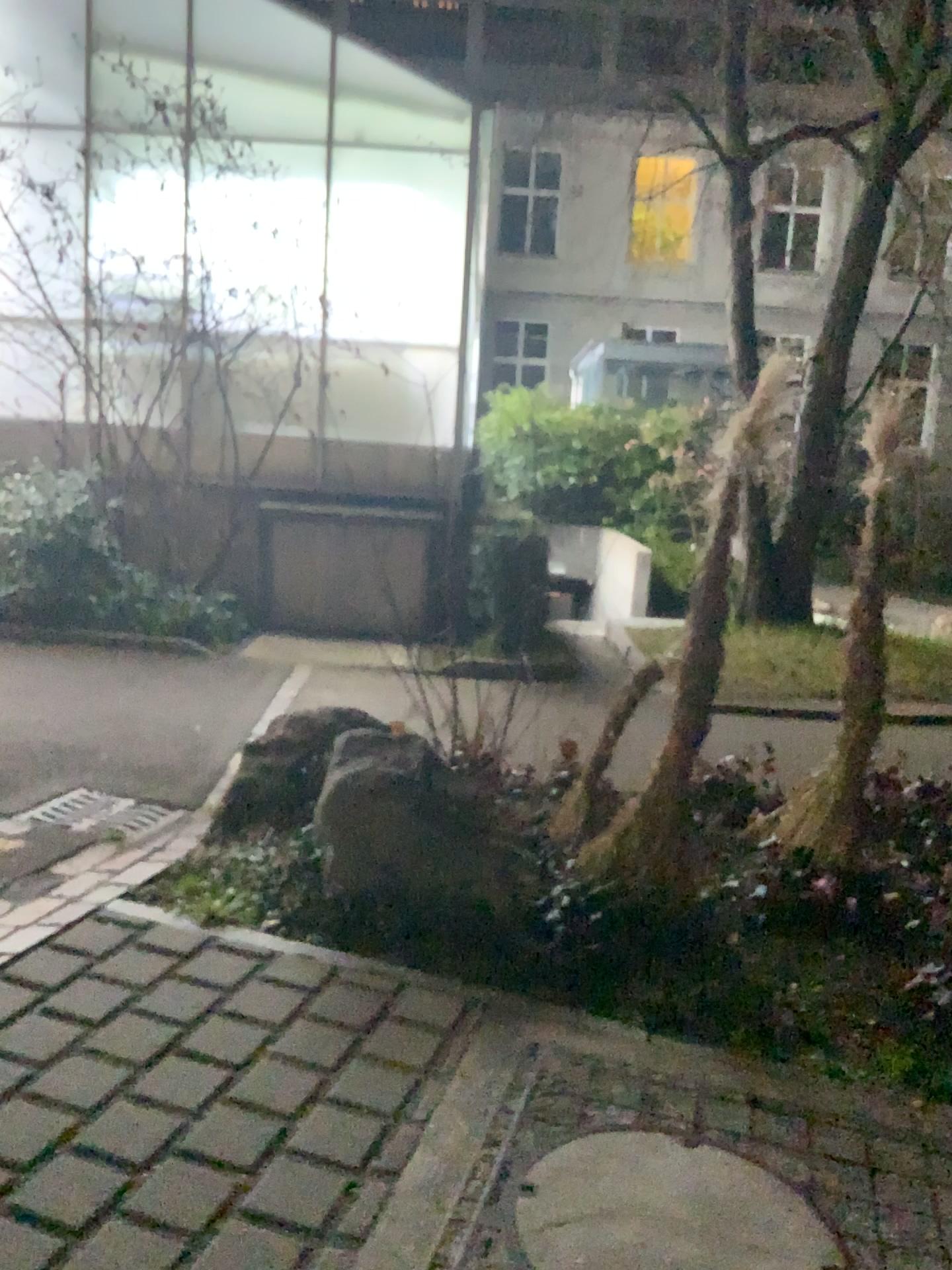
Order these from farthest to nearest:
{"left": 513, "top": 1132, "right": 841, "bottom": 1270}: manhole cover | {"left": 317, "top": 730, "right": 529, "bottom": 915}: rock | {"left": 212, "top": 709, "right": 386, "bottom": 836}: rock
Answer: {"left": 212, "top": 709, "right": 386, "bottom": 836}: rock → {"left": 317, "top": 730, "right": 529, "bottom": 915}: rock → {"left": 513, "top": 1132, "right": 841, "bottom": 1270}: manhole cover

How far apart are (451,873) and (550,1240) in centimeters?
135cm

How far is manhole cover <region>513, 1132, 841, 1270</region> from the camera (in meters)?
2.02

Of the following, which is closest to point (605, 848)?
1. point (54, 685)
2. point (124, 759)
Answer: point (124, 759)

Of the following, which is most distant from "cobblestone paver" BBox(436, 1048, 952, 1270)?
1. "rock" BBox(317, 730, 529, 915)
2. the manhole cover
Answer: "rock" BBox(317, 730, 529, 915)

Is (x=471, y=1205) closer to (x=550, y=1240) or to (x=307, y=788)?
(x=550, y=1240)

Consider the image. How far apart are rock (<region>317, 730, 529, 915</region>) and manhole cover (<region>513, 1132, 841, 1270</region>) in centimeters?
96cm

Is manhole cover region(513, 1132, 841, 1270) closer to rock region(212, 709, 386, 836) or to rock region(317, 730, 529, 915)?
rock region(317, 730, 529, 915)

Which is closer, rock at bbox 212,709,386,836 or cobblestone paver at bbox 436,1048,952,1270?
cobblestone paver at bbox 436,1048,952,1270

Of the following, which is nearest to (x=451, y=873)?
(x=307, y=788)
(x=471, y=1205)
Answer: (x=307, y=788)
